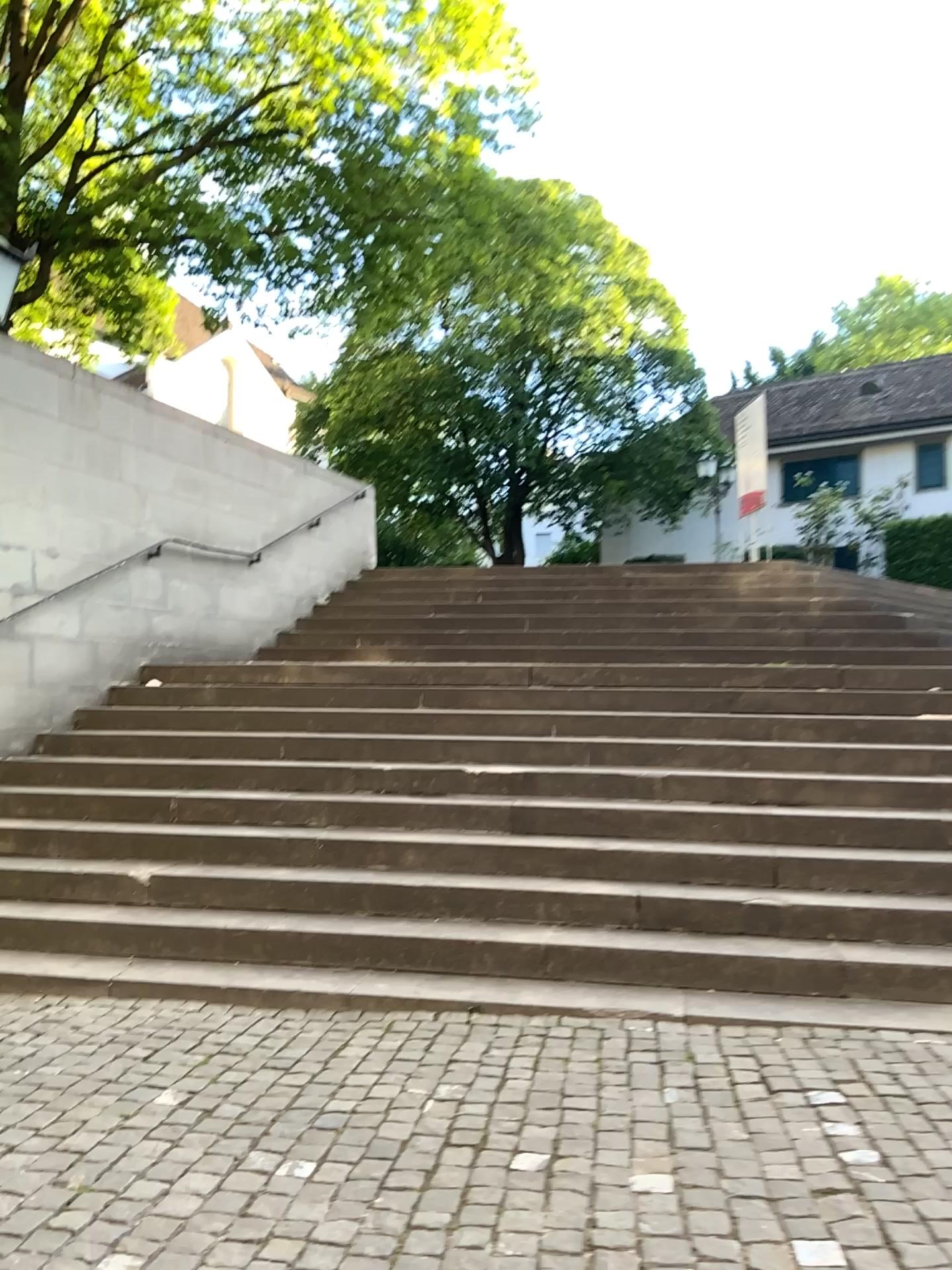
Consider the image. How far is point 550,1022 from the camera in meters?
4.0
